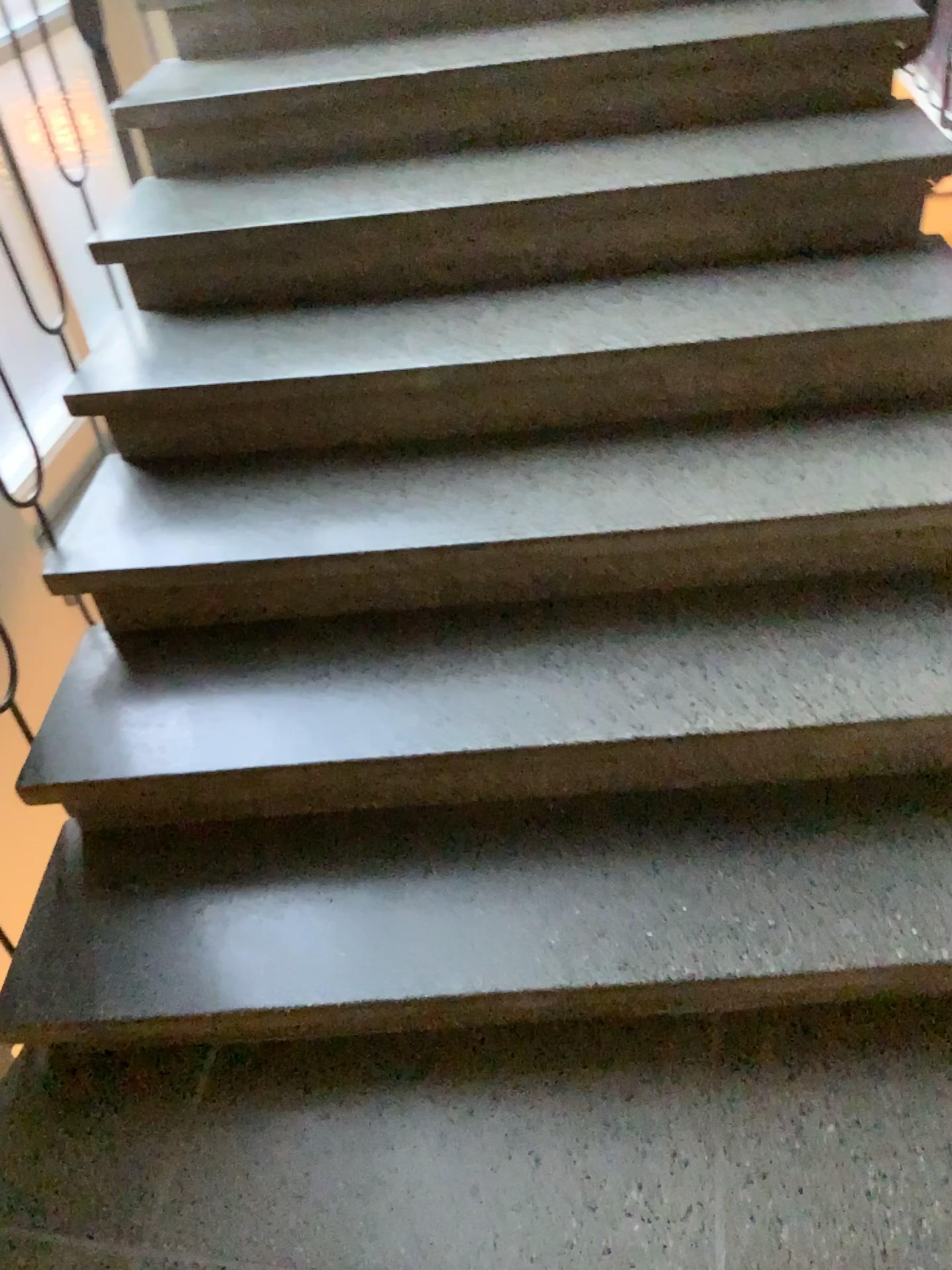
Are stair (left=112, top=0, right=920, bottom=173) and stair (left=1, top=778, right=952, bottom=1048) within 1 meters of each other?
no

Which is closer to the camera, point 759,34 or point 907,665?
point 907,665

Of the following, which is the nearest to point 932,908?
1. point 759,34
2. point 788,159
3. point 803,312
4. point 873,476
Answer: point 873,476

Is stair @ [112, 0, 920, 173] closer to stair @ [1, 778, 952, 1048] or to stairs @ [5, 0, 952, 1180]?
stairs @ [5, 0, 952, 1180]

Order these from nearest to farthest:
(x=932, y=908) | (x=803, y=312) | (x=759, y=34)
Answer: (x=932, y=908)
(x=803, y=312)
(x=759, y=34)

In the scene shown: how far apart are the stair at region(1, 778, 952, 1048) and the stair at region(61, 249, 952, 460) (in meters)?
0.68

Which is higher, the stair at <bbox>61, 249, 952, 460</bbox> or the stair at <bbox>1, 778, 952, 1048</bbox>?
the stair at <bbox>61, 249, 952, 460</bbox>

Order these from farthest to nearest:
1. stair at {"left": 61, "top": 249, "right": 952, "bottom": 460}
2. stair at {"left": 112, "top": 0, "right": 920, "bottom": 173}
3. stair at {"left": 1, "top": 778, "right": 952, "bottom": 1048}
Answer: stair at {"left": 112, "top": 0, "right": 920, "bottom": 173} → stair at {"left": 61, "top": 249, "right": 952, "bottom": 460} → stair at {"left": 1, "top": 778, "right": 952, "bottom": 1048}

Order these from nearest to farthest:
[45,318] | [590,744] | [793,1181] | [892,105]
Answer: [793,1181] → [590,744] → [892,105] → [45,318]

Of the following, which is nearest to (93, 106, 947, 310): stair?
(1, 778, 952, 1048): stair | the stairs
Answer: the stairs
